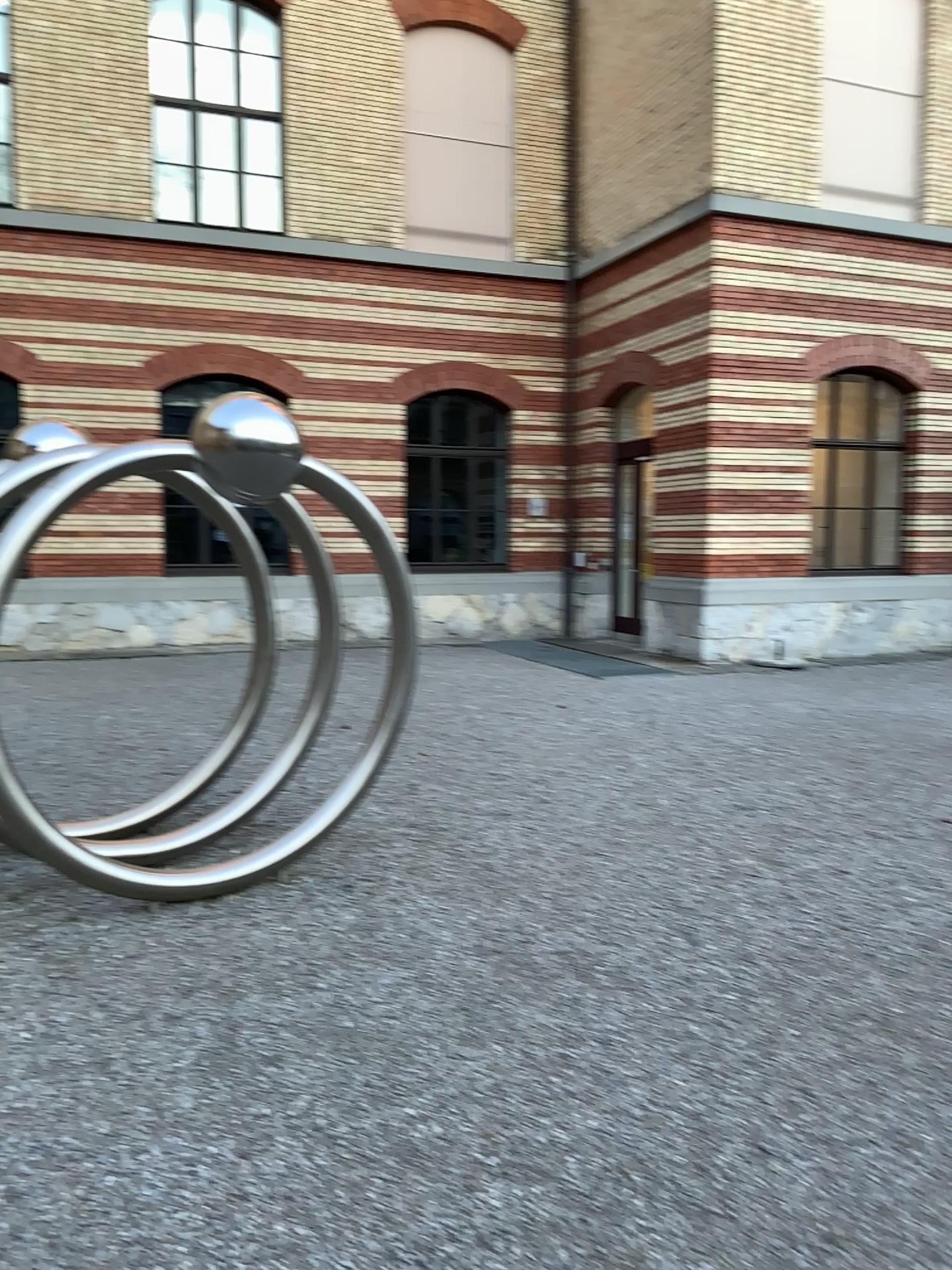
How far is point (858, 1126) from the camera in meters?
2.9 m
